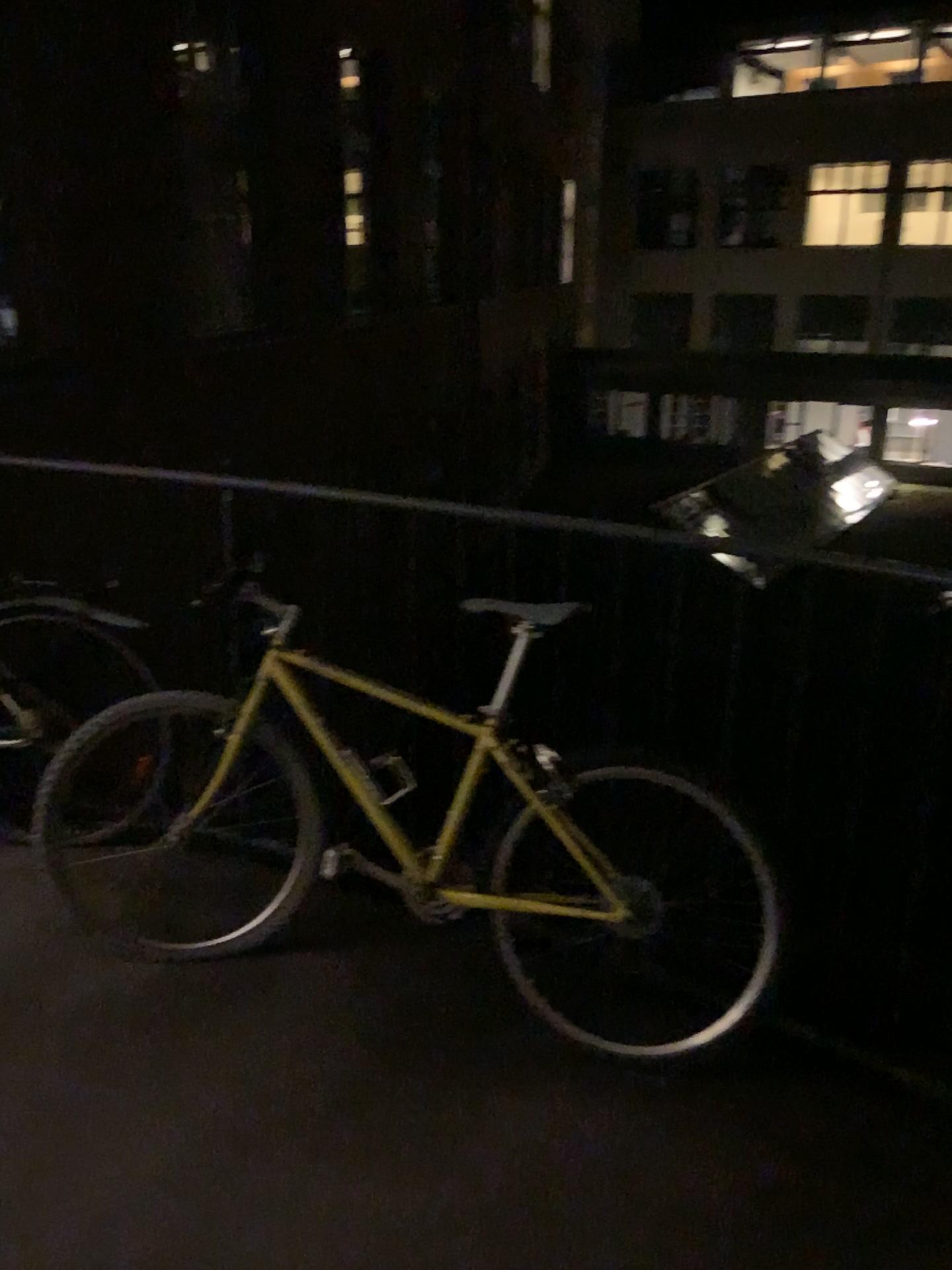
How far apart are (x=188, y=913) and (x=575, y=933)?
0.9m
